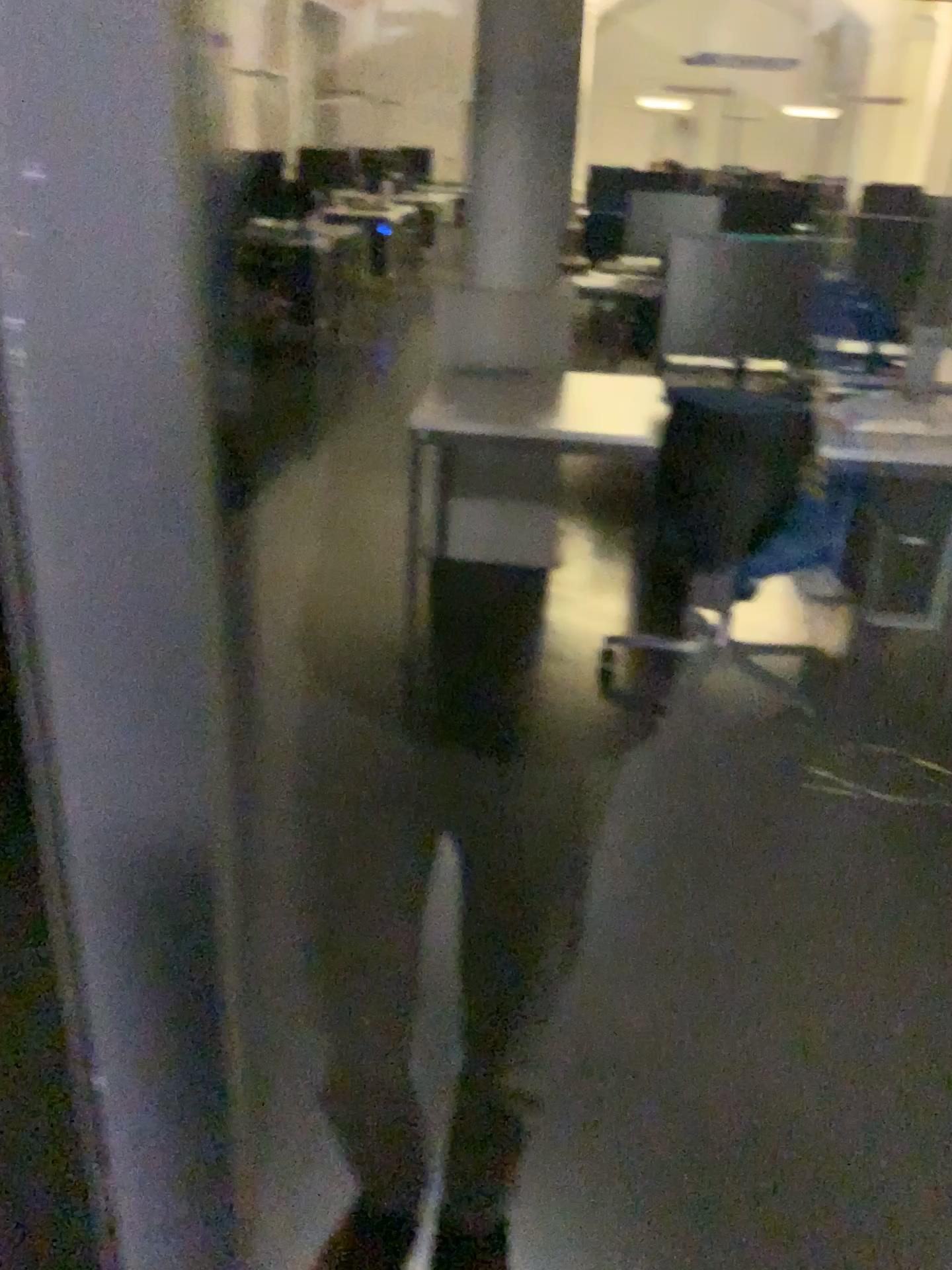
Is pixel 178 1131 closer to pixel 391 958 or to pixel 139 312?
pixel 139 312
